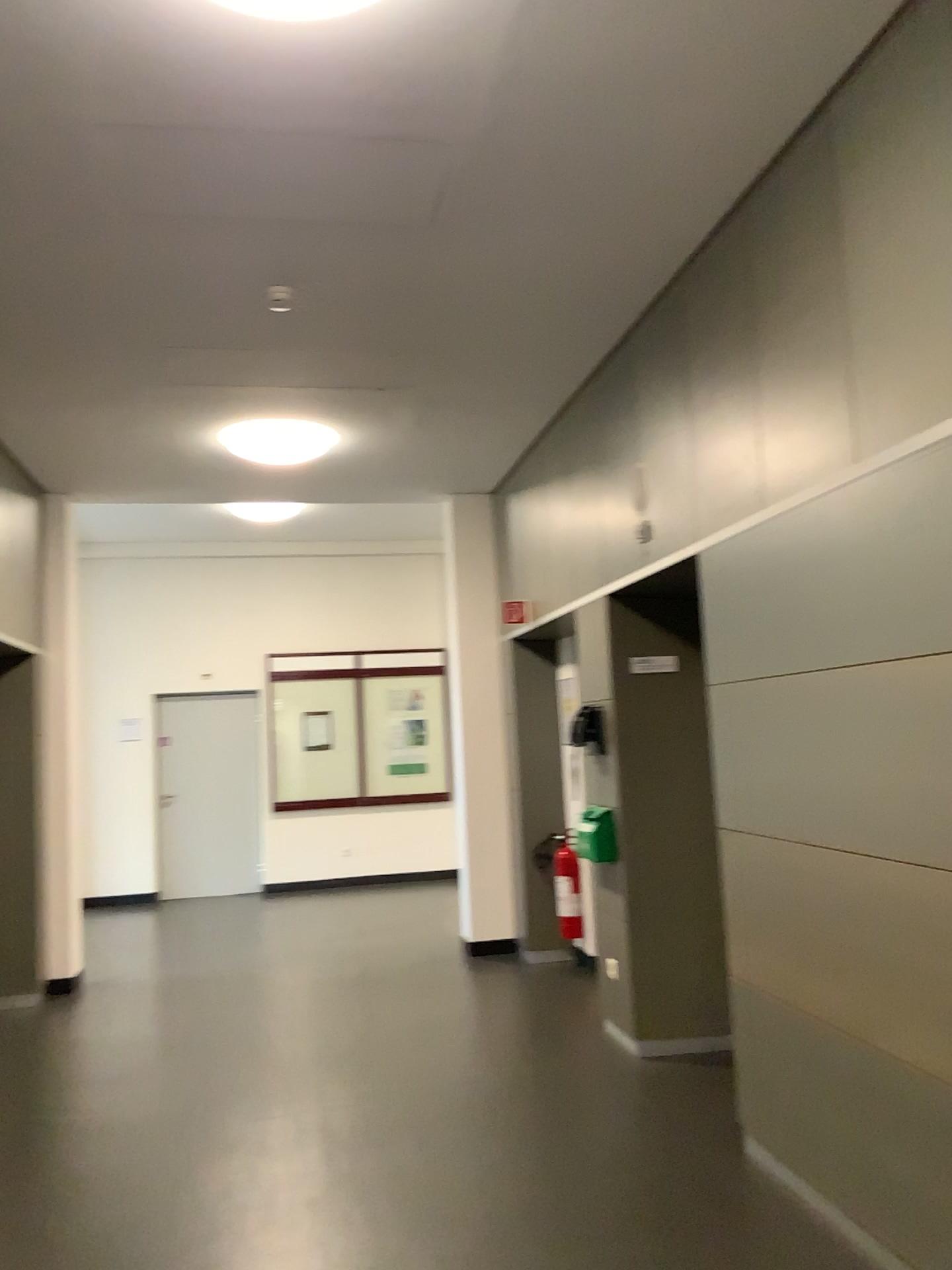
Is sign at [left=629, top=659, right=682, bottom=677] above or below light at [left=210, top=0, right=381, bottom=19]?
below

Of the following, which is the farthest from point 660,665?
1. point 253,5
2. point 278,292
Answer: point 253,5

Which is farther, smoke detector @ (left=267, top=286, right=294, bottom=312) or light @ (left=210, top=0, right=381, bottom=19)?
smoke detector @ (left=267, top=286, right=294, bottom=312)

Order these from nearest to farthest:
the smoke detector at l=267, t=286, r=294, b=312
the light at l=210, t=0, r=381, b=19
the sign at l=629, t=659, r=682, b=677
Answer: the light at l=210, t=0, r=381, b=19 < the smoke detector at l=267, t=286, r=294, b=312 < the sign at l=629, t=659, r=682, b=677

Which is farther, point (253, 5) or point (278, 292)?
point (278, 292)

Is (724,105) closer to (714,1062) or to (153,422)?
(153,422)

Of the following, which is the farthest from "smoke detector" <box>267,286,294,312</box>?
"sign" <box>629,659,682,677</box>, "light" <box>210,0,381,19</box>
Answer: "sign" <box>629,659,682,677</box>

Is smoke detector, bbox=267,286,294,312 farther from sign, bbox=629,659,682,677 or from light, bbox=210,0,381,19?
sign, bbox=629,659,682,677

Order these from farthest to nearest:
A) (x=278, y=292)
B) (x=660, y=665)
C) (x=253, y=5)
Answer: (x=660, y=665) < (x=278, y=292) < (x=253, y=5)
